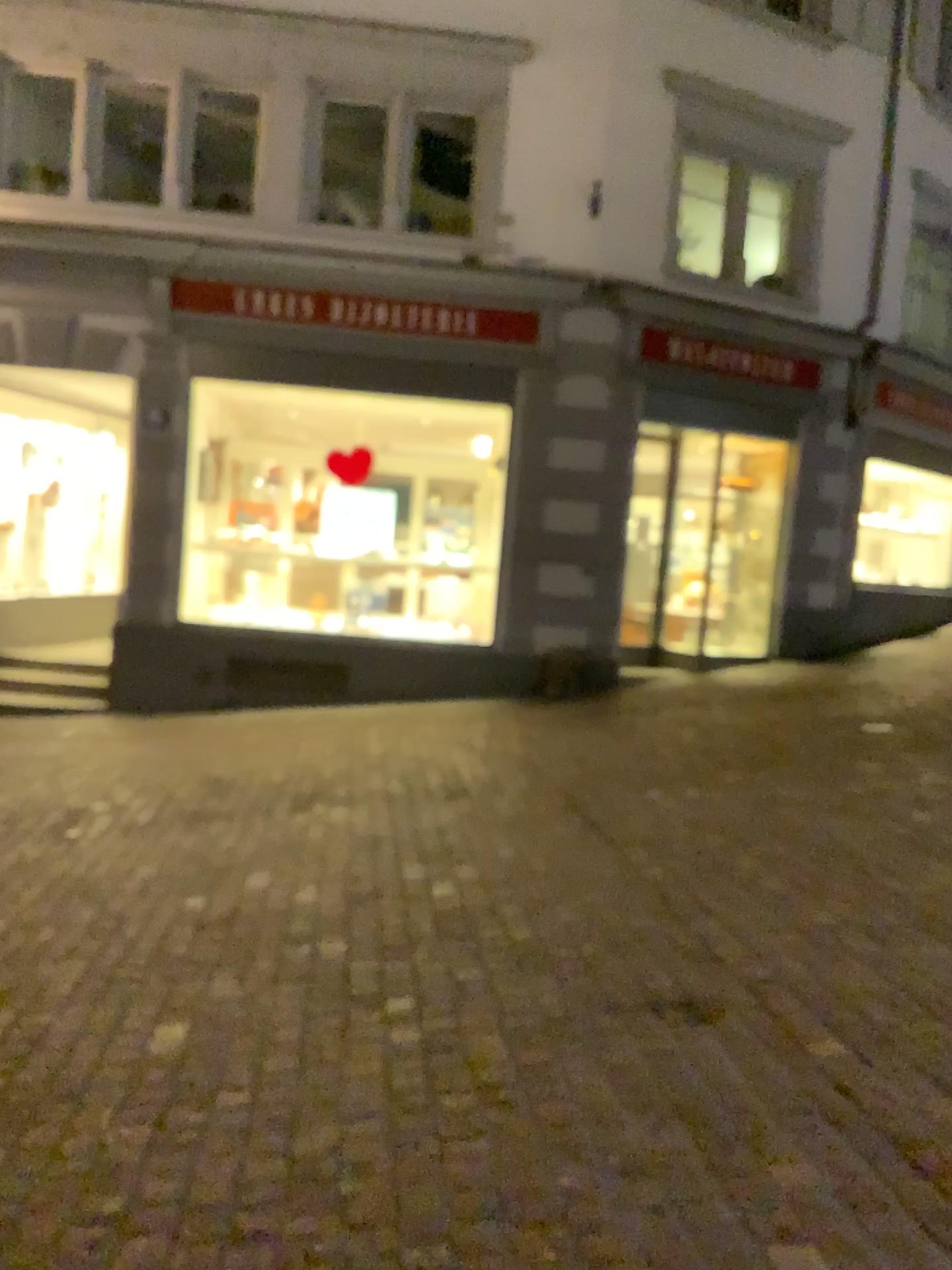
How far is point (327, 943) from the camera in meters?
3.6
